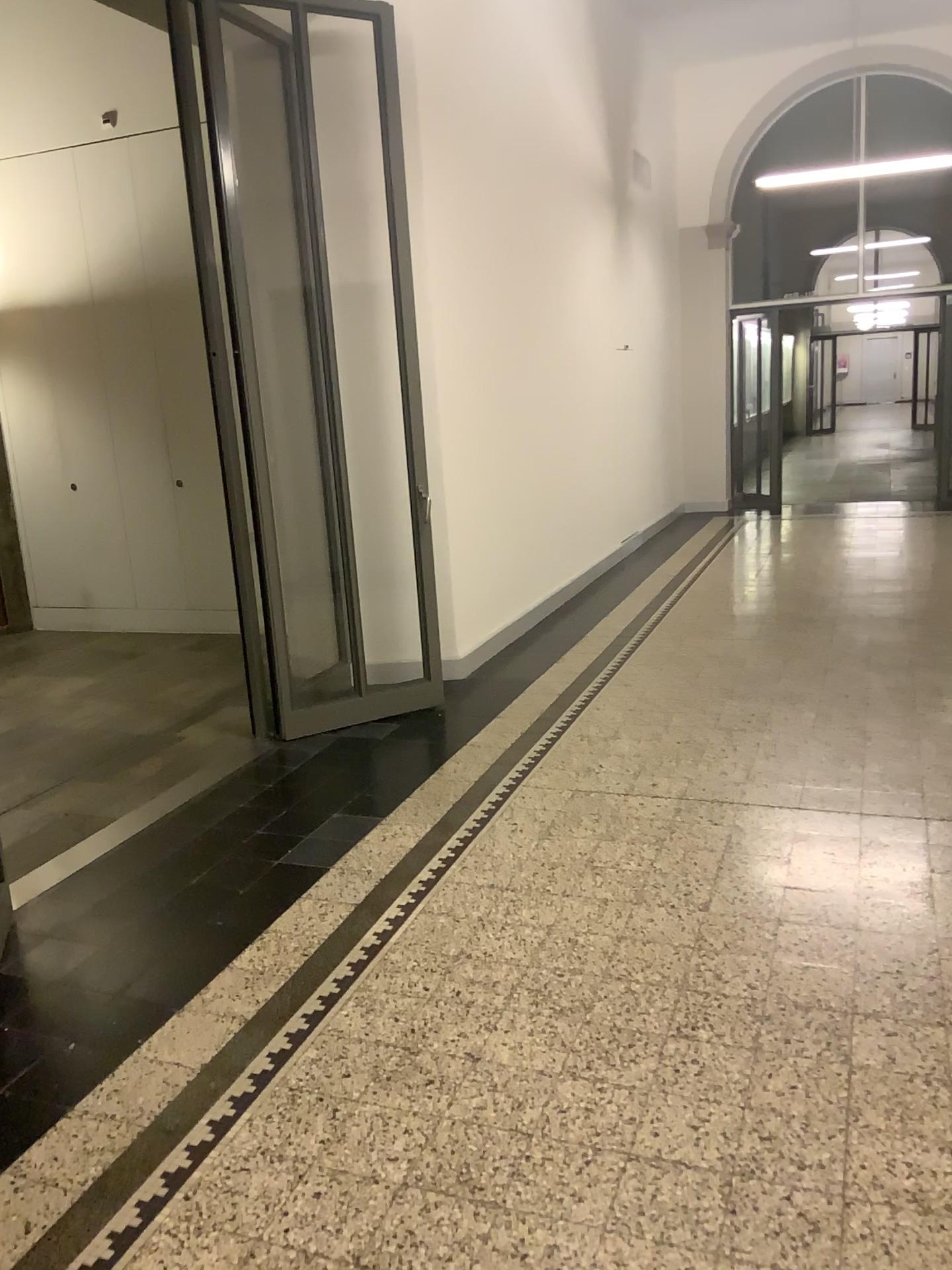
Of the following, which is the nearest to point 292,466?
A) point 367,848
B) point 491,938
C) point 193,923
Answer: point 367,848
